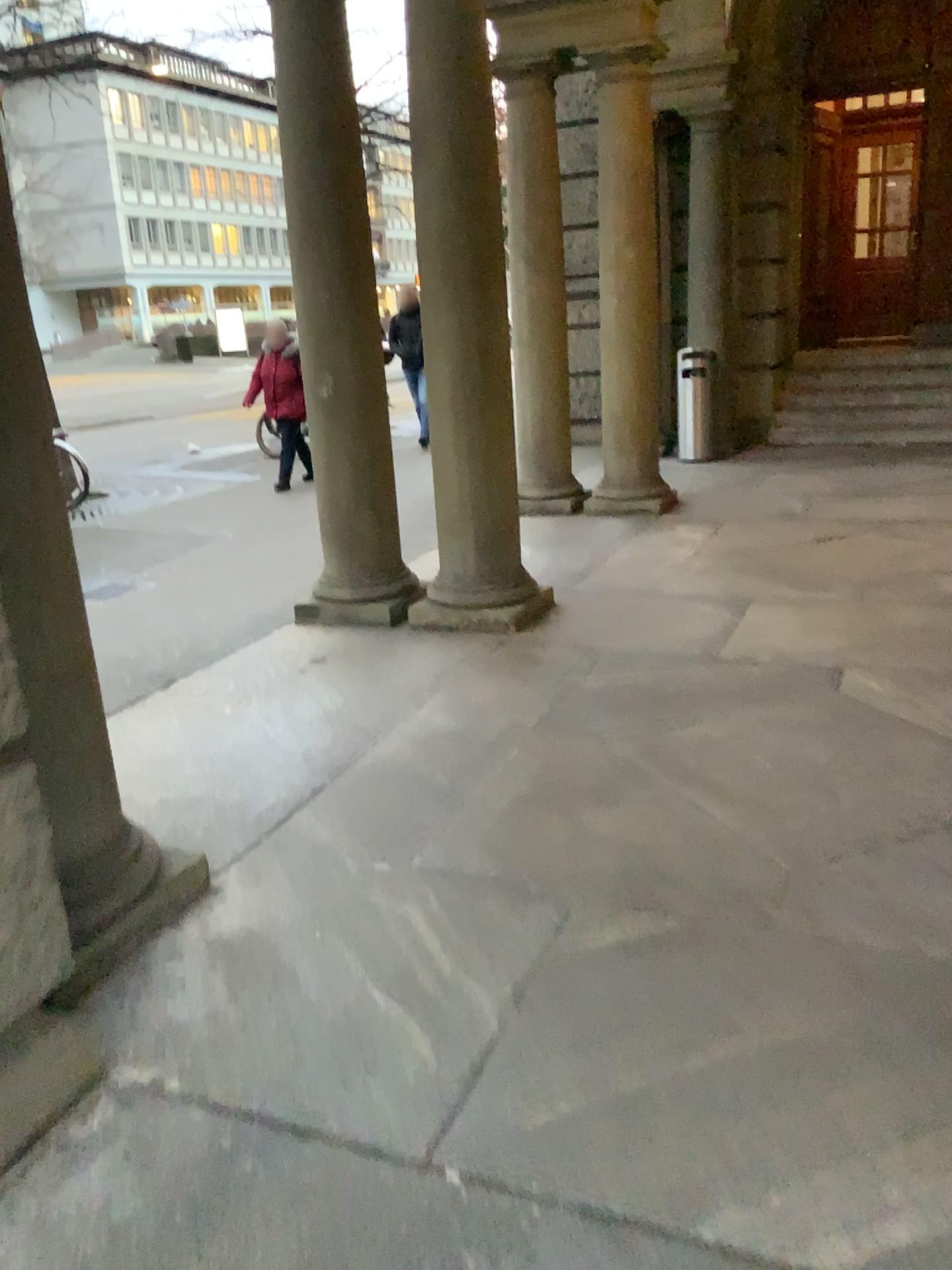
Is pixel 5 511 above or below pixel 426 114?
below

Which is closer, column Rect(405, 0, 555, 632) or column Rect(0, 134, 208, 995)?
column Rect(0, 134, 208, 995)

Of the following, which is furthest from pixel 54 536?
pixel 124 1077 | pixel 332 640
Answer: pixel 332 640

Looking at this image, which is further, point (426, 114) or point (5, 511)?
point (426, 114)
